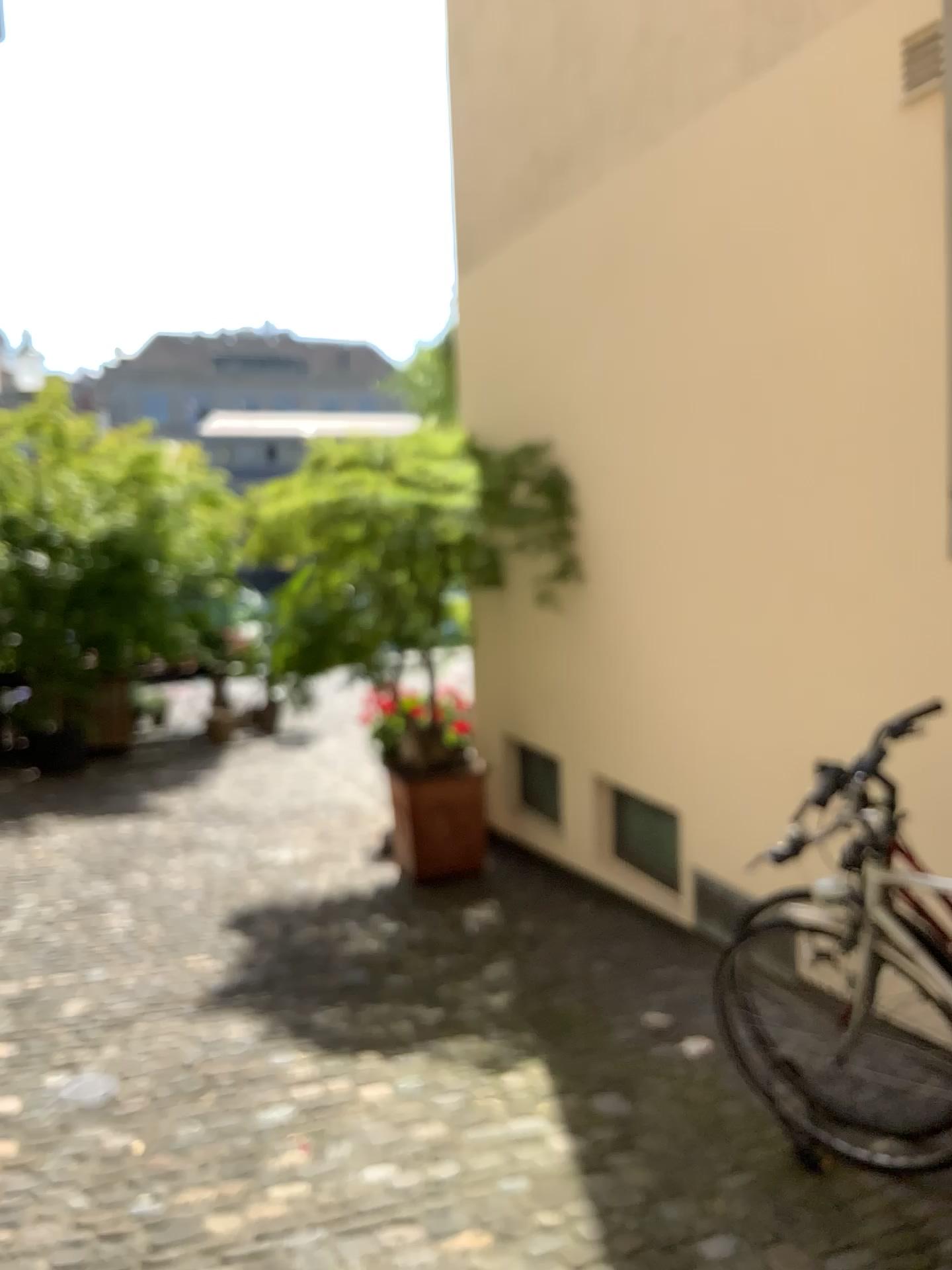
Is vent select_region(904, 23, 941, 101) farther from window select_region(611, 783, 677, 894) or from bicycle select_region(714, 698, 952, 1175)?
window select_region(611, 783, 677, 894)

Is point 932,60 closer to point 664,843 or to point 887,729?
point 887,729

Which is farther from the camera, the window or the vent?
the window

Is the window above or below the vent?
below

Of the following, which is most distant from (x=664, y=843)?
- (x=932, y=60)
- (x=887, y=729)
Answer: (x=932, y=60)

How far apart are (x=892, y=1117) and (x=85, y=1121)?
2.16m

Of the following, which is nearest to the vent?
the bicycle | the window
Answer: the bicycle

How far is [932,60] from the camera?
2.8 meters

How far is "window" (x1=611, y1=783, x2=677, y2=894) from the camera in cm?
439

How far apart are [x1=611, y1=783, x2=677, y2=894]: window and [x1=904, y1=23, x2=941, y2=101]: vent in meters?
2.7 m
